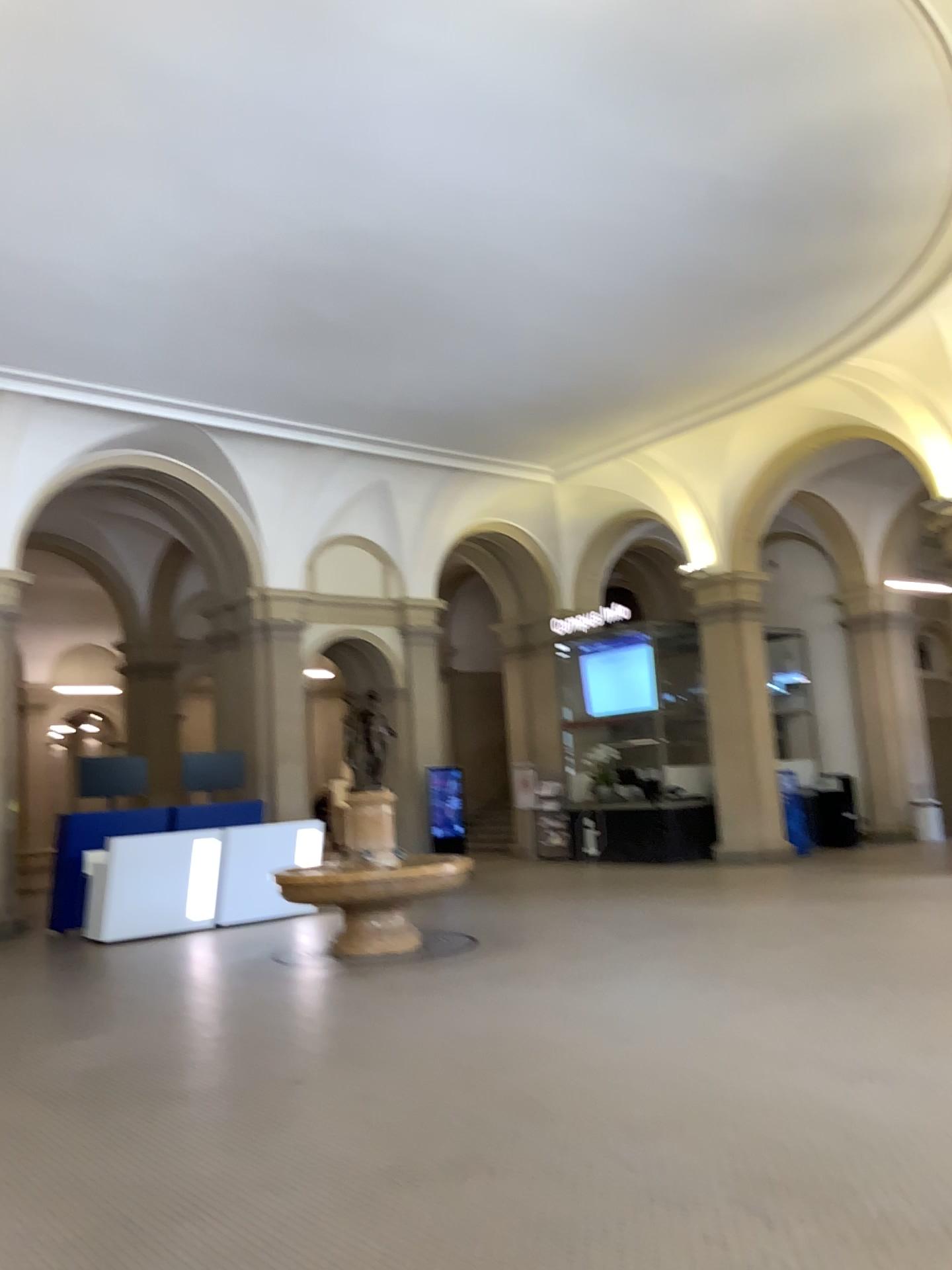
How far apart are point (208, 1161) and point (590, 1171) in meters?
1.6 m
